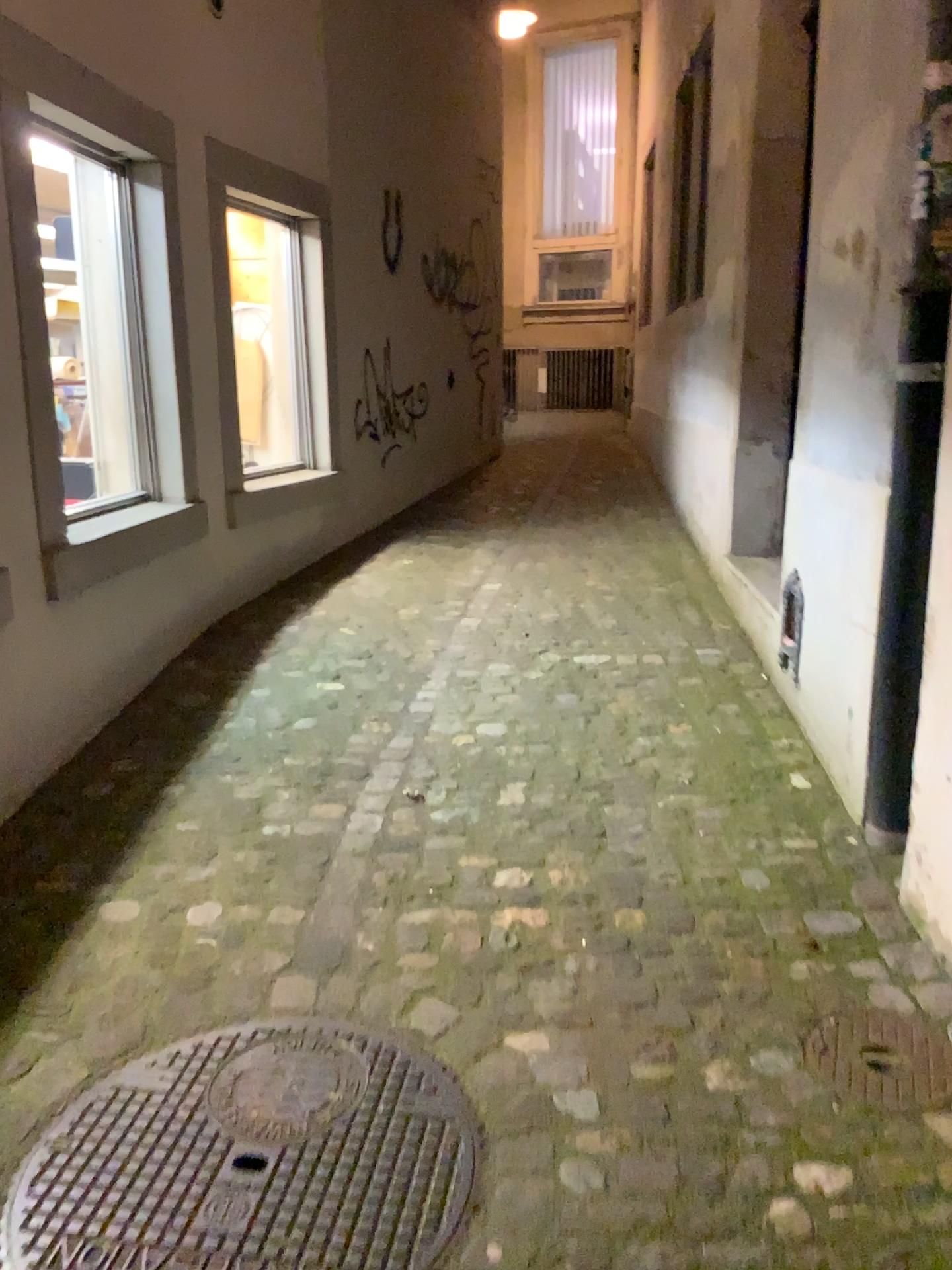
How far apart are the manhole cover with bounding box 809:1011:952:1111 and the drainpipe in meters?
0.6

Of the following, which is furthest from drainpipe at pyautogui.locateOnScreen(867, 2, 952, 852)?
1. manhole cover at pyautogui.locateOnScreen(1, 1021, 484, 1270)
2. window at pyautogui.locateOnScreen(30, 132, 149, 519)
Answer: window at pyautogui.locateOnScreen(30, 132, 149, 519)

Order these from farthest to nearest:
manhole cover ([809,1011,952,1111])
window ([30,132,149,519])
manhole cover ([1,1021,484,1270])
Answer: window ([30,132,149,519]), manhole cover ([809,1011,952,1111]), manhole cover ([1,1021,484,1270])

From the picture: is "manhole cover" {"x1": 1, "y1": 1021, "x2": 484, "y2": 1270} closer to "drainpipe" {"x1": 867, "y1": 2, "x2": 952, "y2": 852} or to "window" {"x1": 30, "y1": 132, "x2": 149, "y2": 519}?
"drainpipe" {"x1": 867, "y1": 2, "x2": 952, "y2": 852}

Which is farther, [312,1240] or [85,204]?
[85,204]

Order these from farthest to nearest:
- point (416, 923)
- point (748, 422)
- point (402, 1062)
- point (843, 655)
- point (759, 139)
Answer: point (748, 422) < point (759, 139) < point (843, 655) < point (416, 923) < point (402, 1062)

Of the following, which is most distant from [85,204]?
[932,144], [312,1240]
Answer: [312,1240]

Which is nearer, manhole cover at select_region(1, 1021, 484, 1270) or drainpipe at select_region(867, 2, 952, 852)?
manhole cover at select_region(1, 1021, 484, 1270)

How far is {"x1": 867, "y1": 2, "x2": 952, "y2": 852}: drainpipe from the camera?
2.1m

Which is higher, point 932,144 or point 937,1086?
point 932,144
